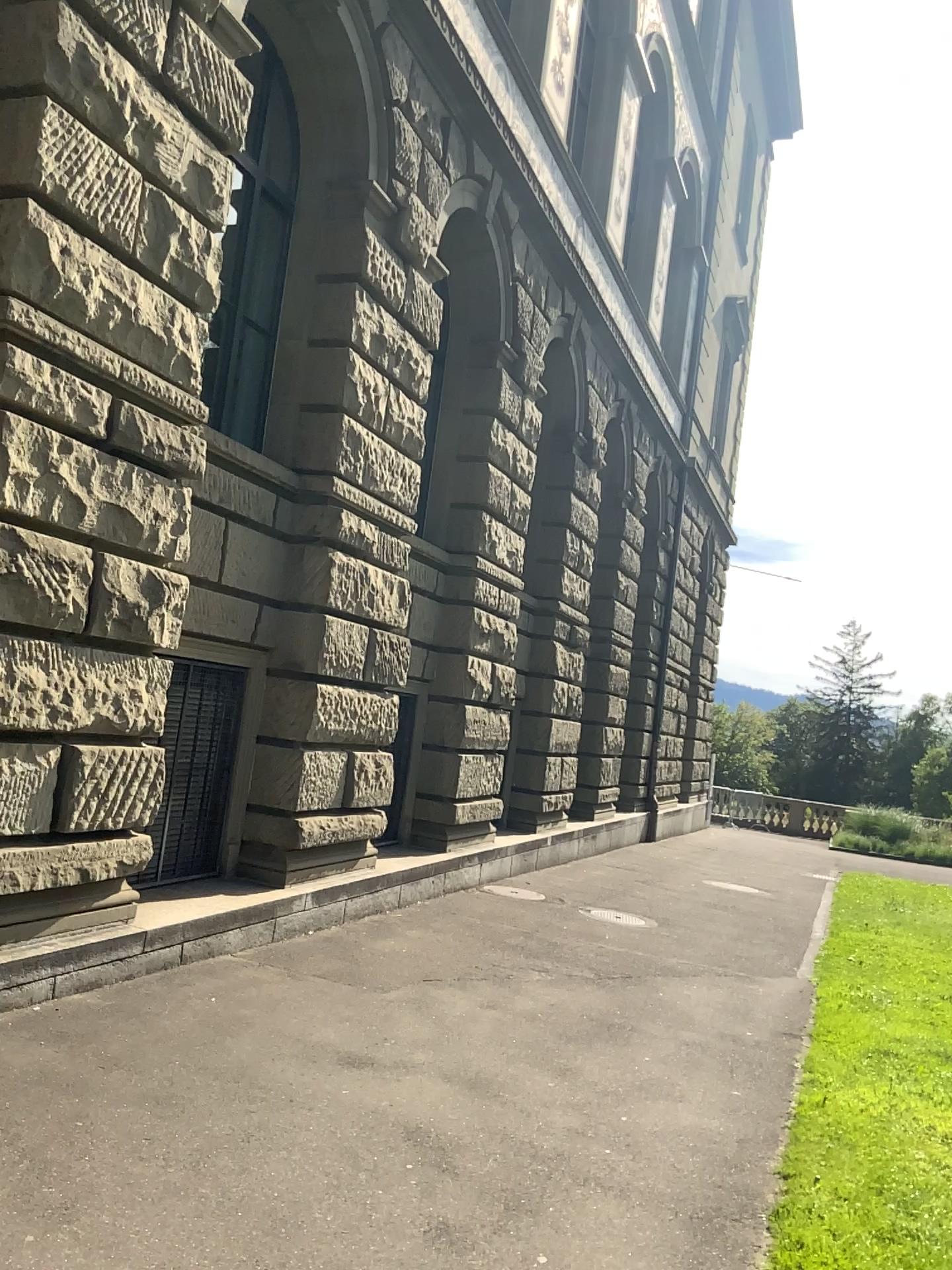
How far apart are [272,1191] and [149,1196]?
0.4 meters
